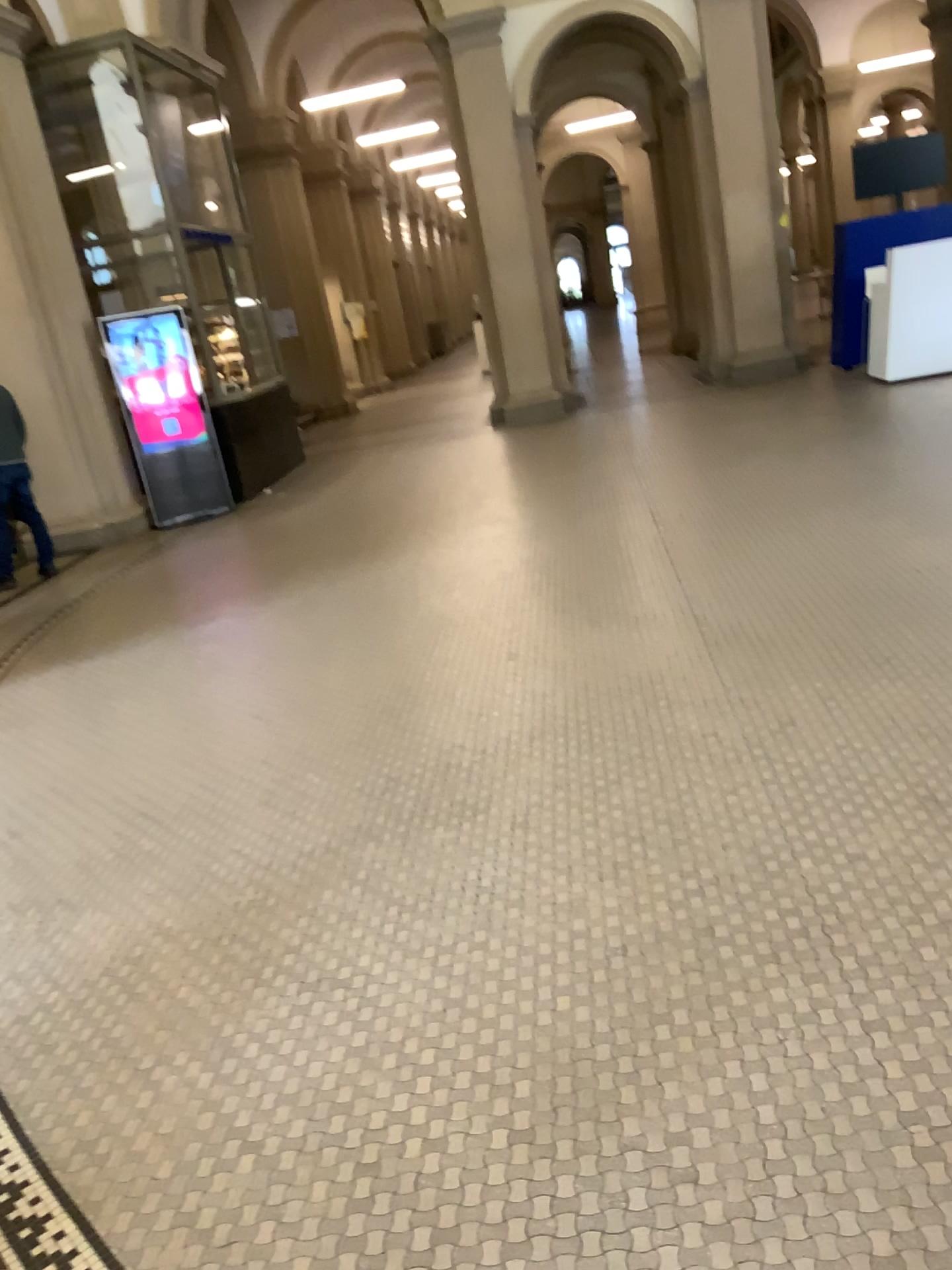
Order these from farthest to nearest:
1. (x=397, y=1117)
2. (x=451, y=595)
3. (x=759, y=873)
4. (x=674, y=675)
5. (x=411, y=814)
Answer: (x=451, y=595), (x=674, y=675), (x=411, y=814), (x=759, y=873), (x=397, y=1117)
